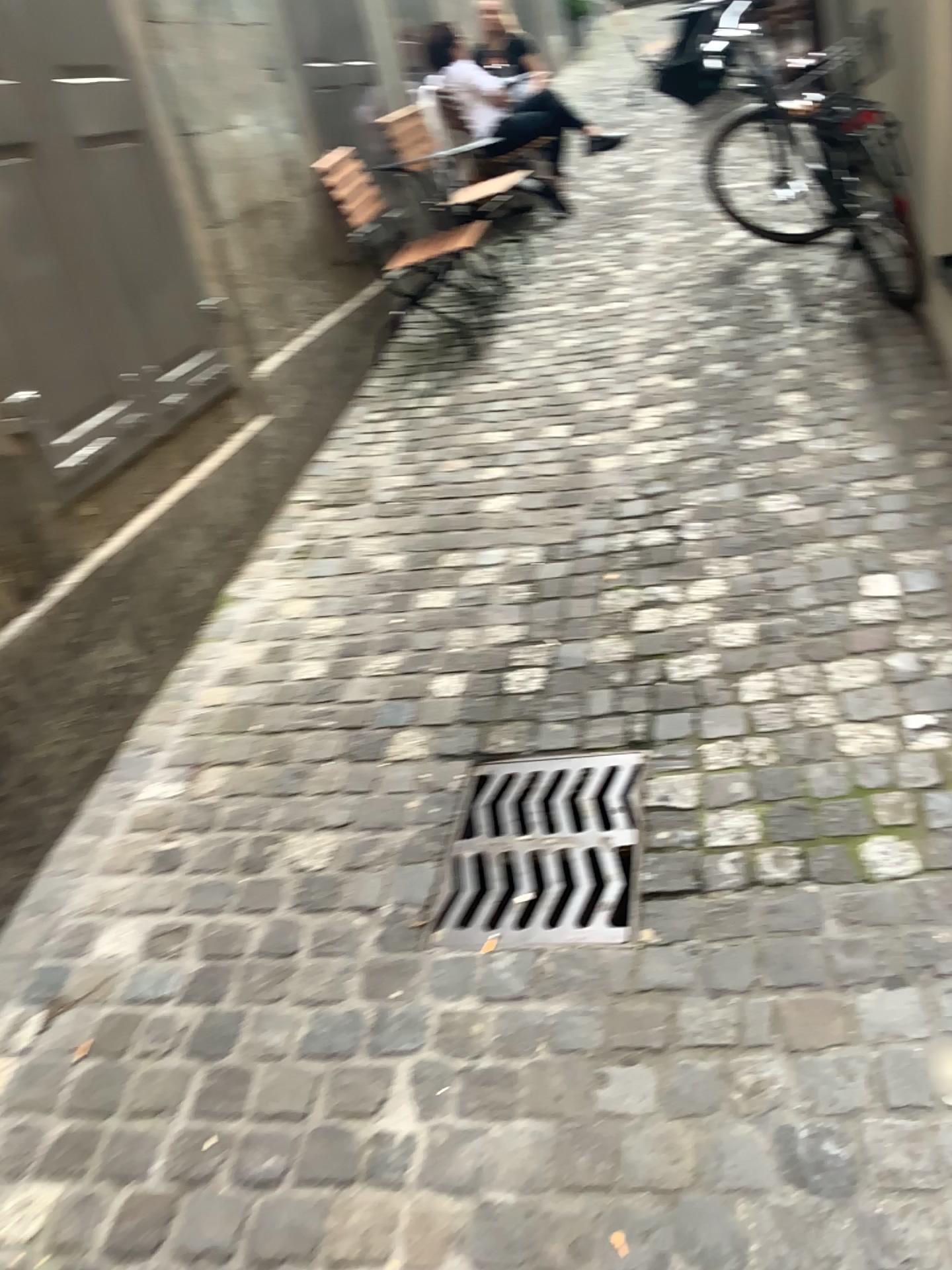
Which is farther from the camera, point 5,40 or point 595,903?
point 5,40

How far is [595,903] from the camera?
1.9m

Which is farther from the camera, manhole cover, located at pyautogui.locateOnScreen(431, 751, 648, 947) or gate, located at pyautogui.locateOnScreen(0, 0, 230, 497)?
gate, located at pyautogui.locateOnScreen(0, 0, 230, 497)

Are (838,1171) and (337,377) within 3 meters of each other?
no

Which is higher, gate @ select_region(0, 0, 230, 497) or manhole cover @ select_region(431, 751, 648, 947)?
gate @ select_region(0, 0, 230, 497)

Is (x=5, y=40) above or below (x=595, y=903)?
above

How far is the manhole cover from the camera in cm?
189
